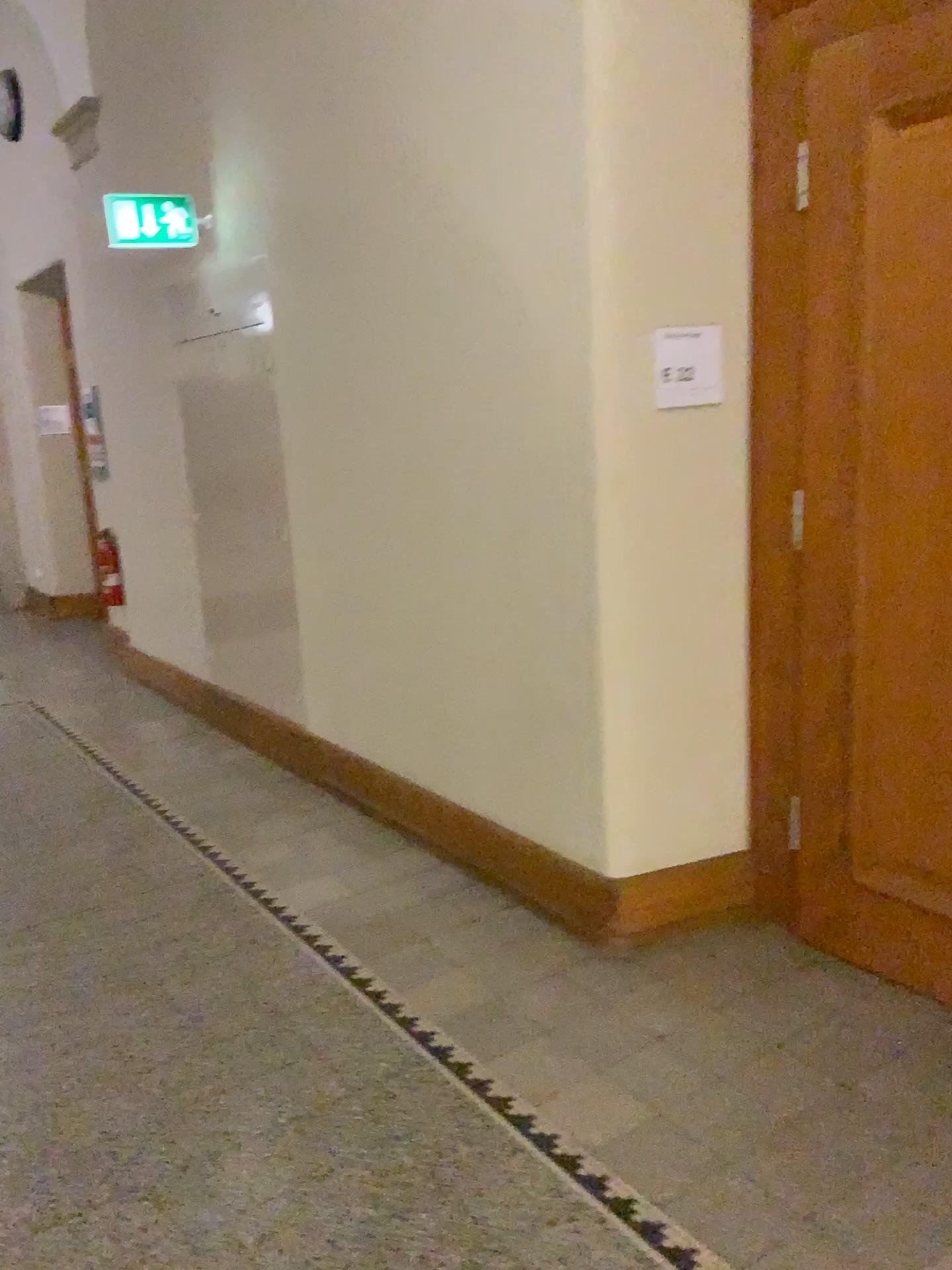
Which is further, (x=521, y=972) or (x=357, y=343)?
(x=357, y=343)

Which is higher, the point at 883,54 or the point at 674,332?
the point at 883,54

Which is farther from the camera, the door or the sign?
the sign

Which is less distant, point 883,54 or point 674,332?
point 883,54

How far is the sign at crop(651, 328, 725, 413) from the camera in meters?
2.7 m

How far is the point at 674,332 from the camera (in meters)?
2.74
